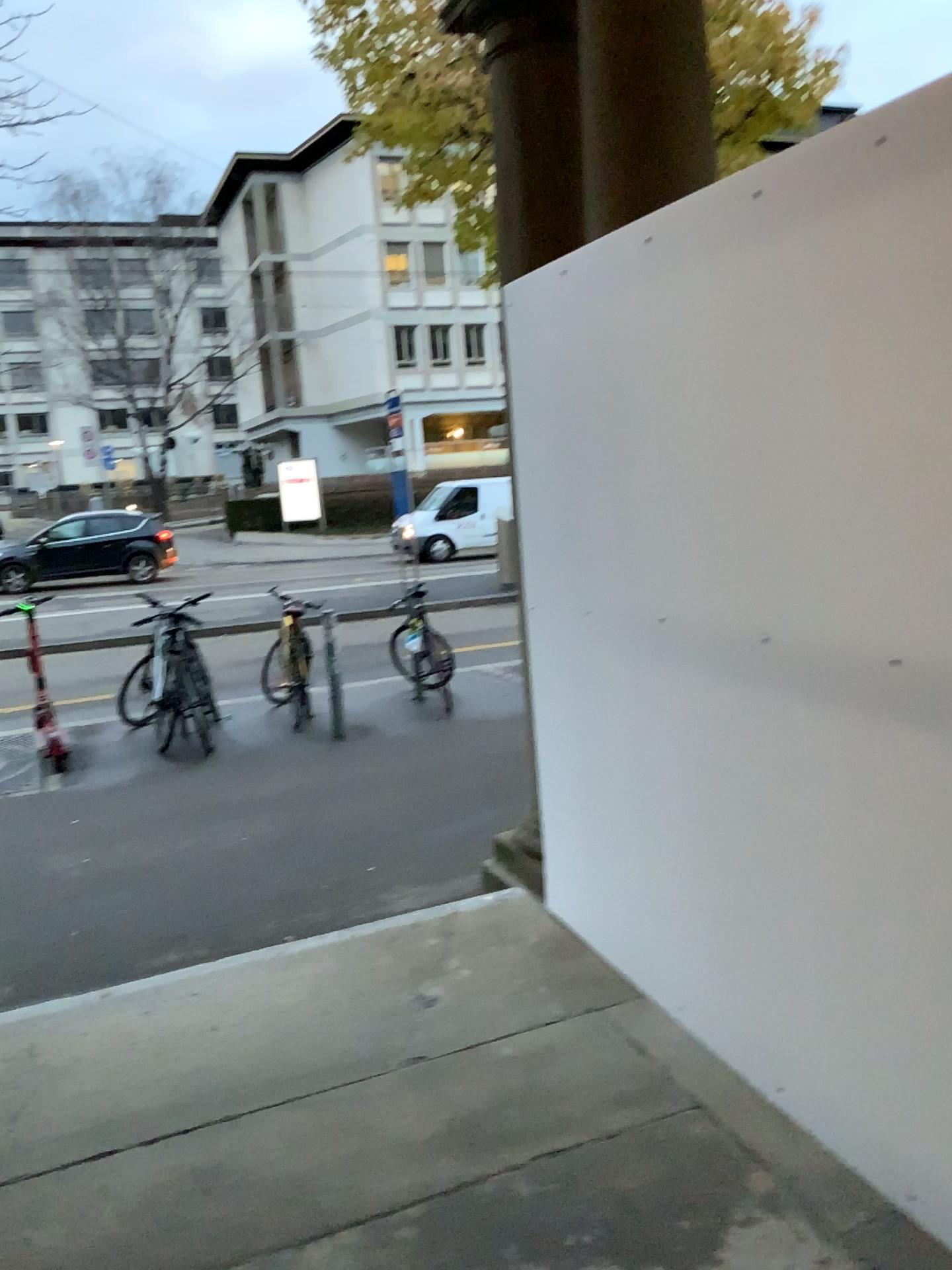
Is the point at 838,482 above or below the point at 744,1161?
above
